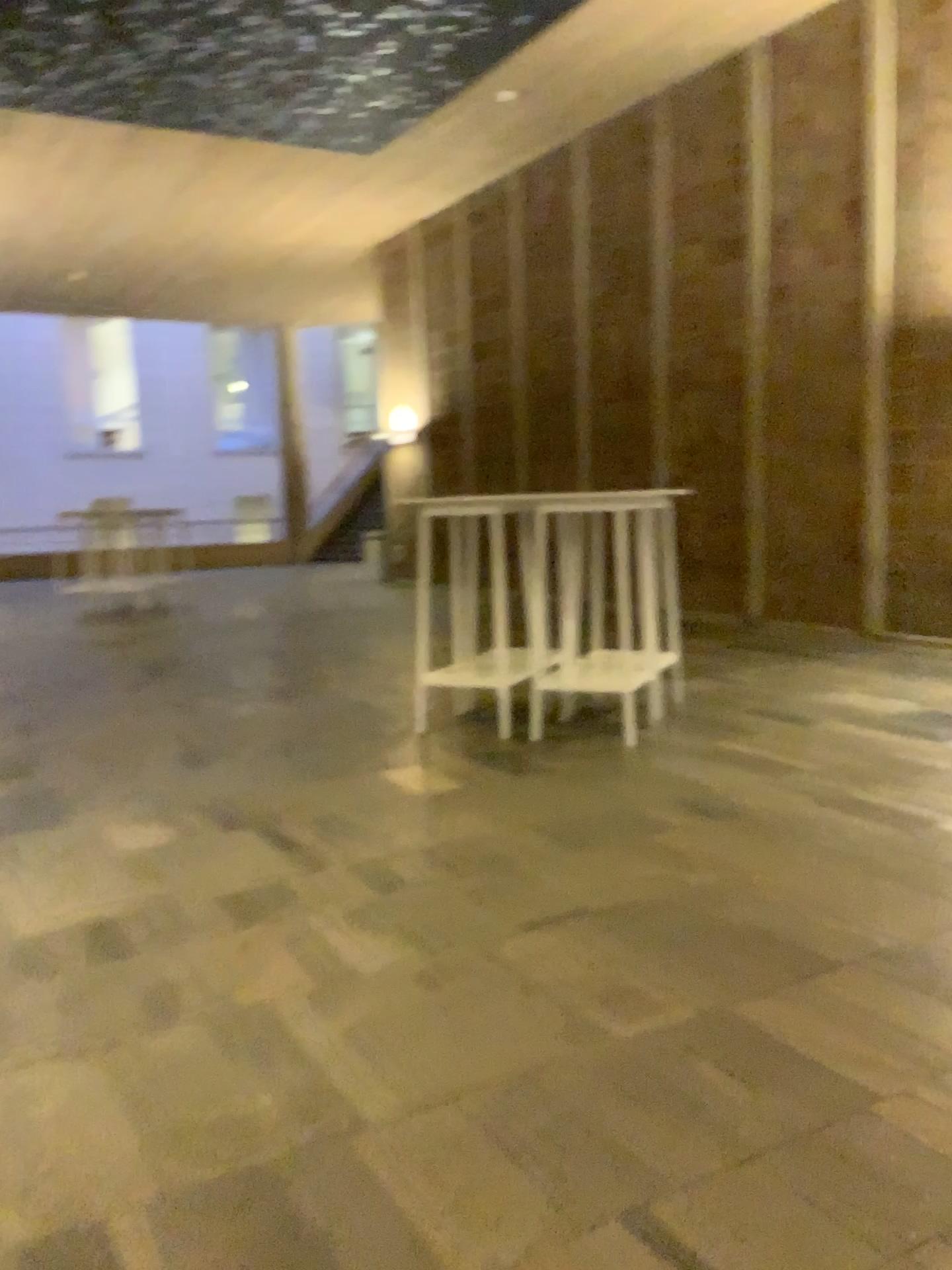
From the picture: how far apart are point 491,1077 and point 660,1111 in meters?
0.3 m
